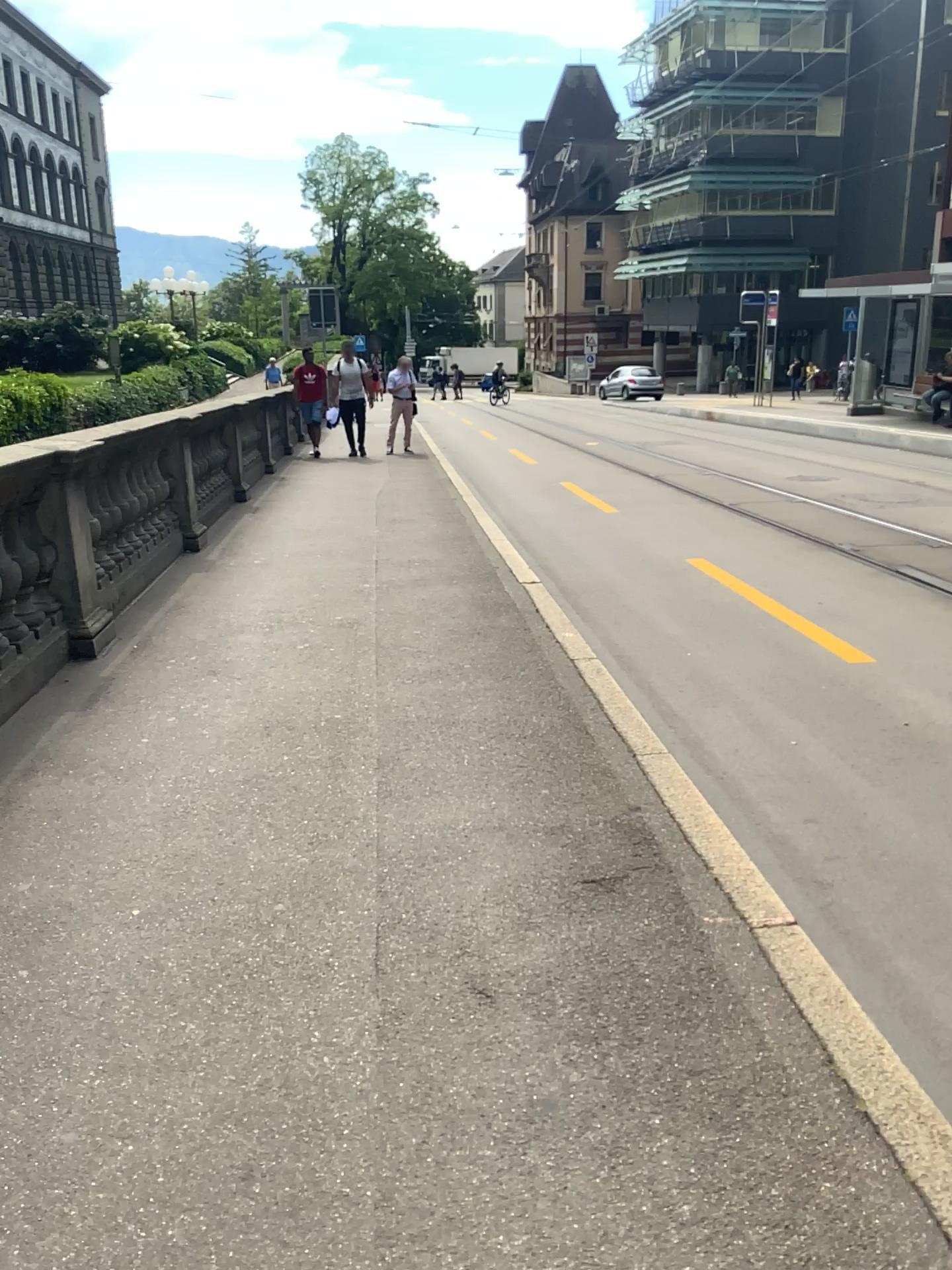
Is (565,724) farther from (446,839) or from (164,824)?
(164,824)
